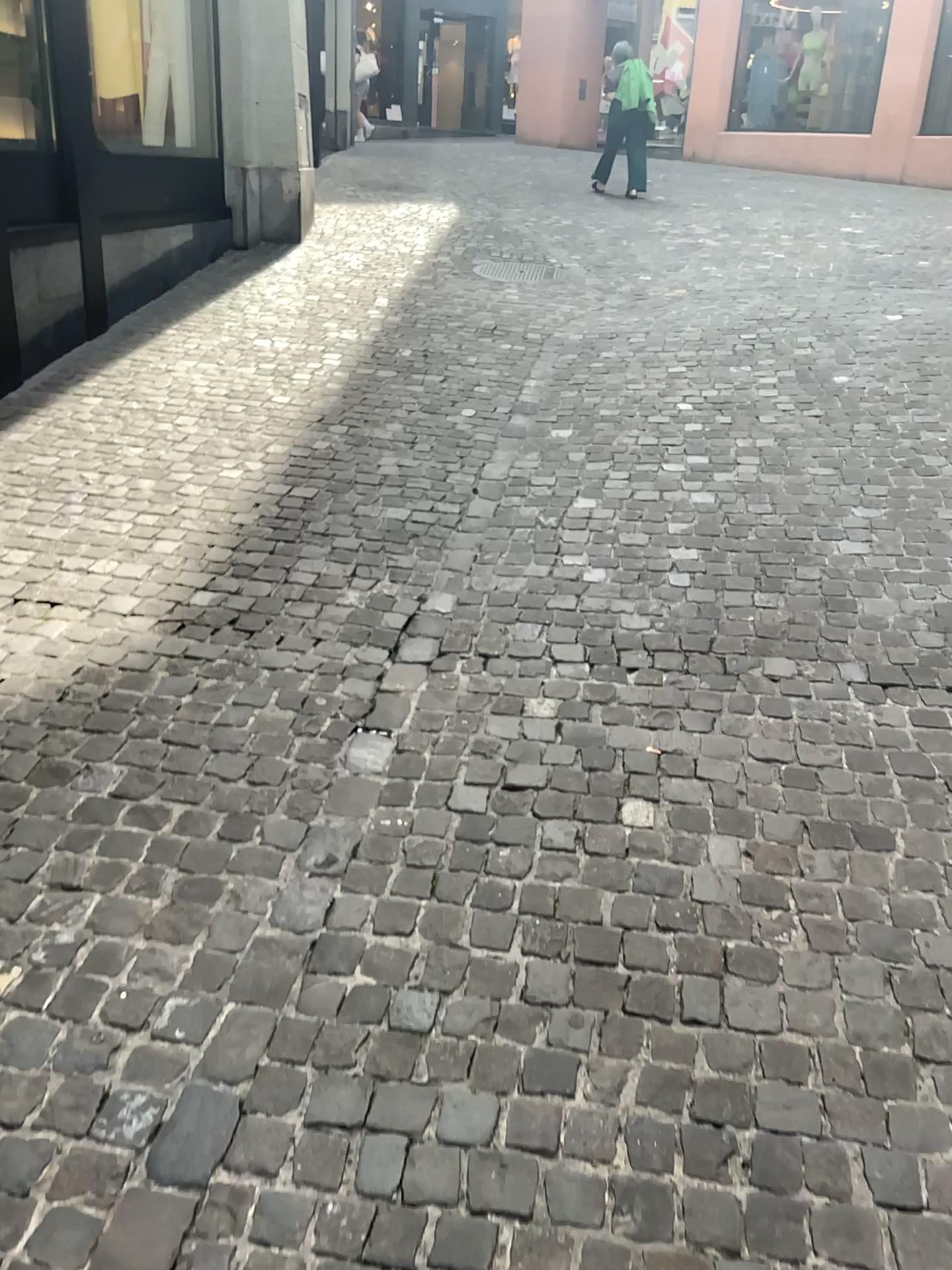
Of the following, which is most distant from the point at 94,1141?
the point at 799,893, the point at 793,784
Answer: the point at 793,784
